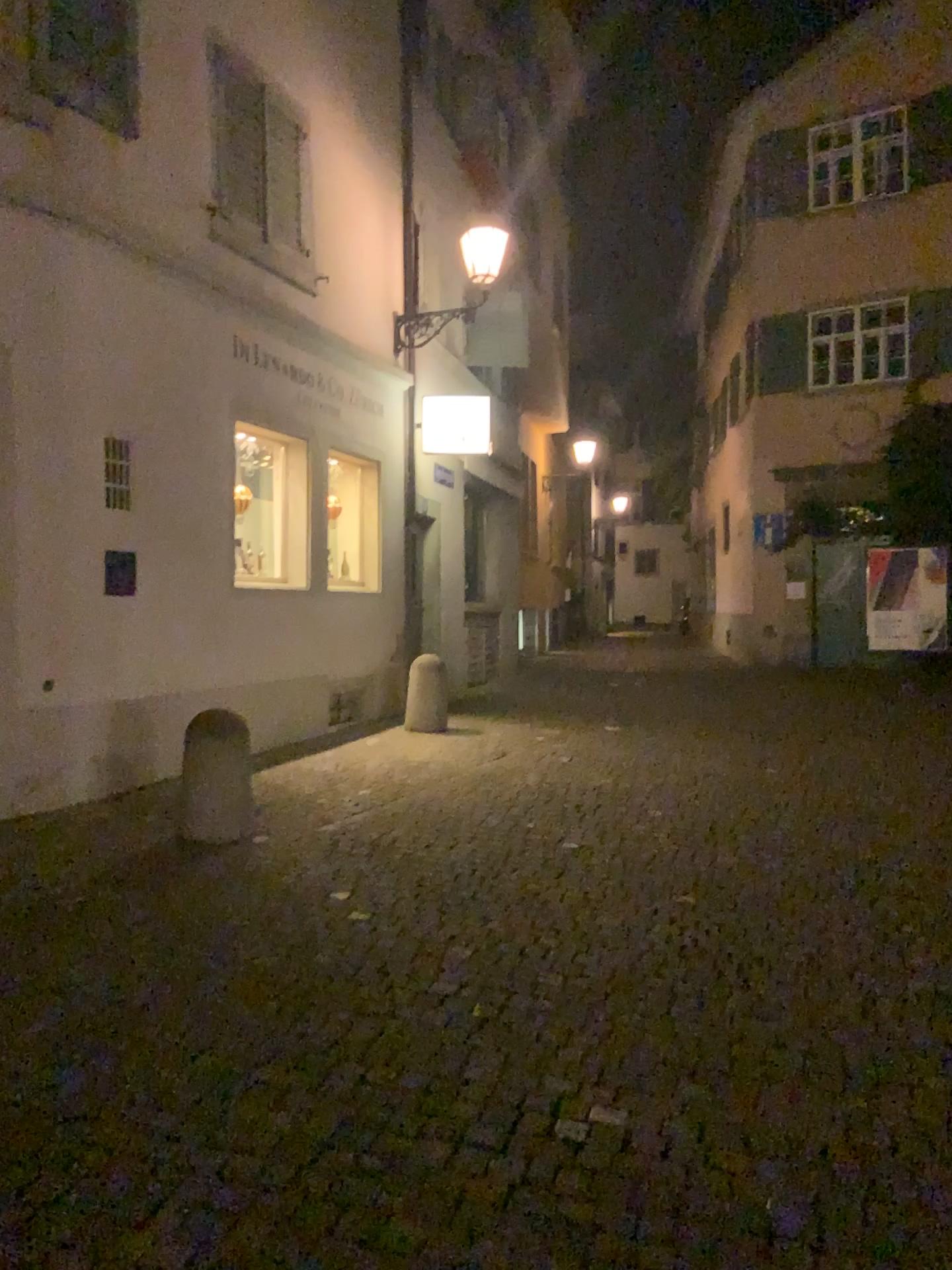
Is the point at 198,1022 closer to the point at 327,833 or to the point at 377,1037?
the point at 377,1037
